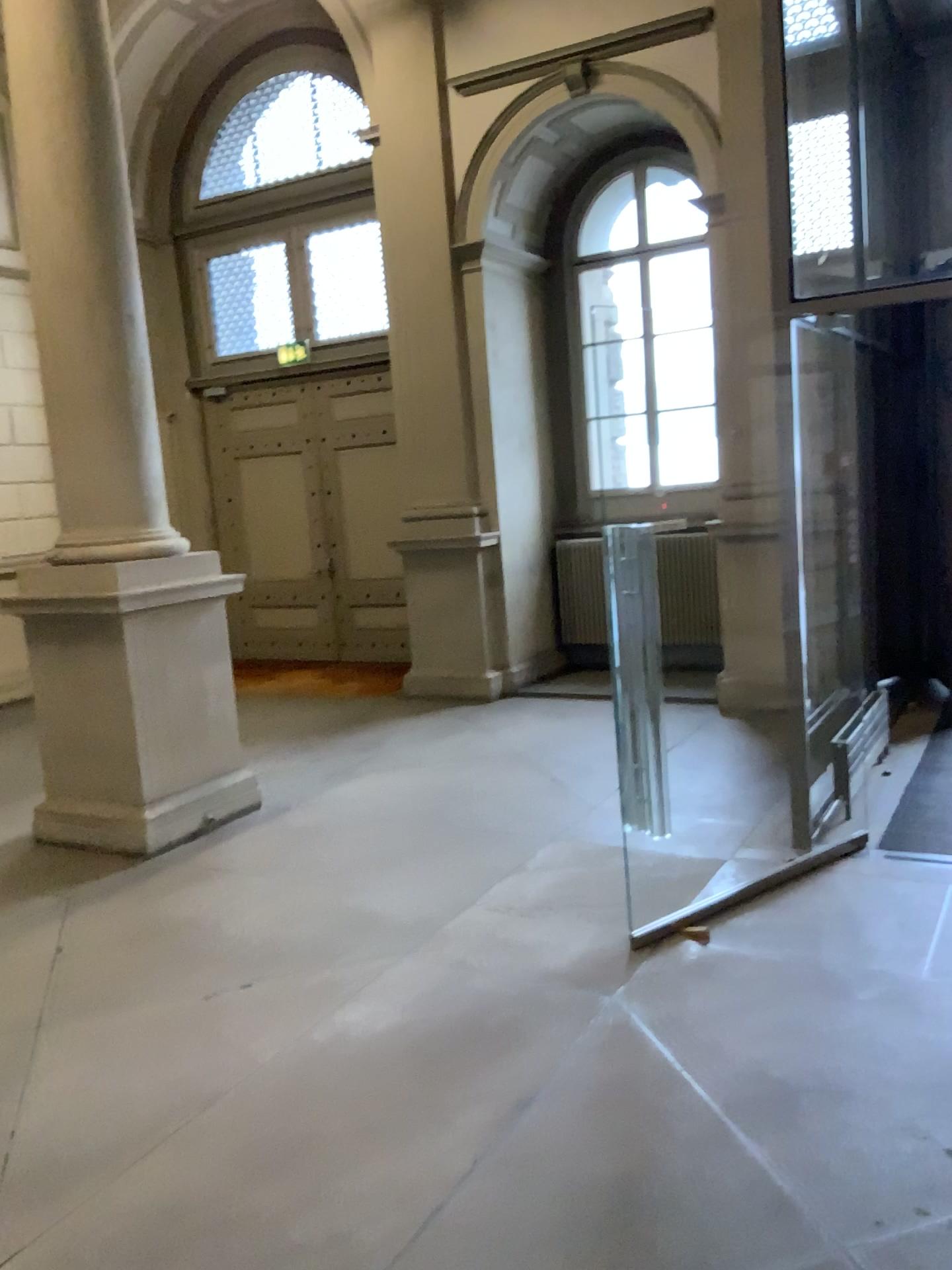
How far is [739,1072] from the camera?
3.0m
